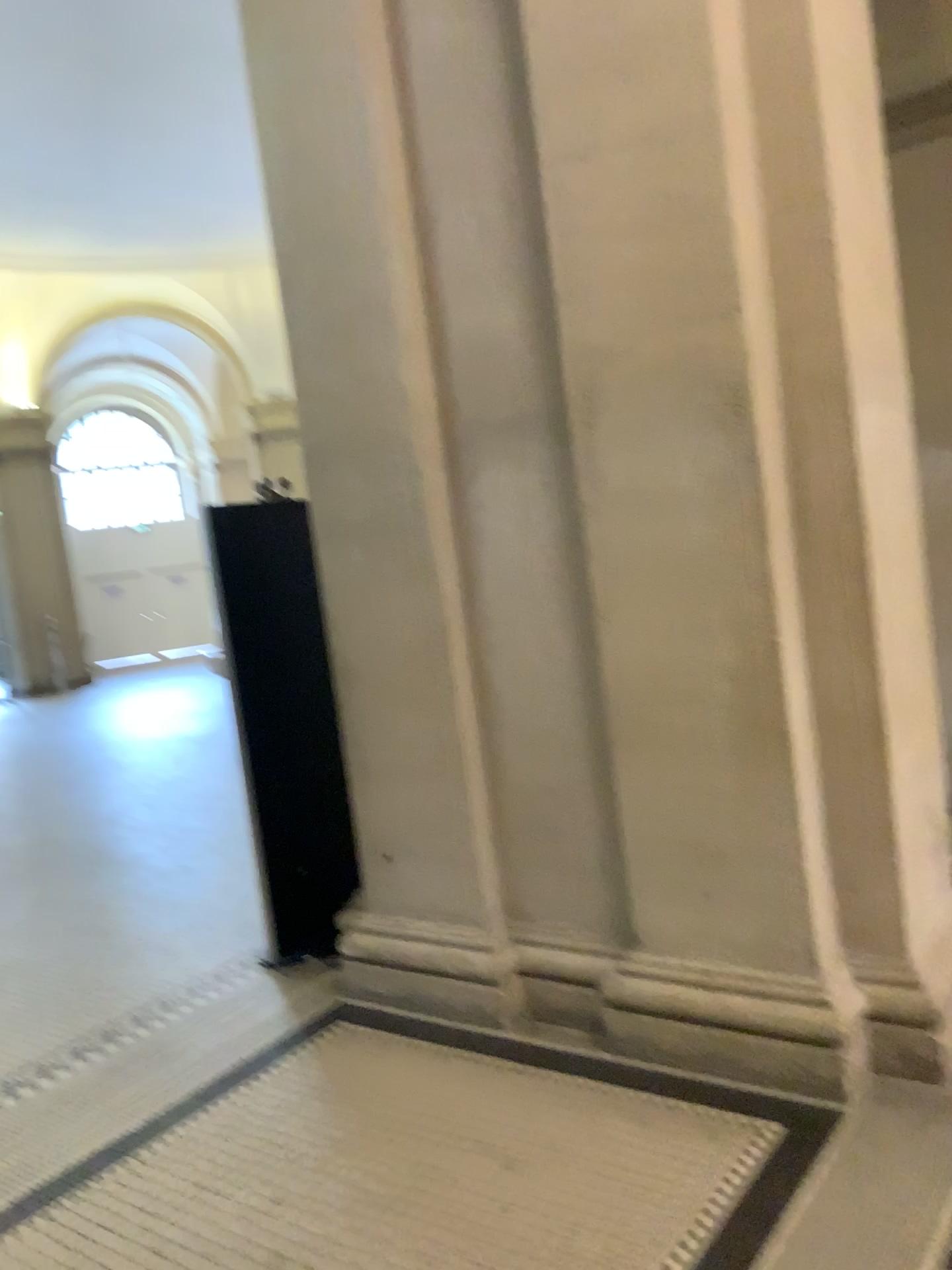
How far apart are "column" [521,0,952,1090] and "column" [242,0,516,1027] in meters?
0.5

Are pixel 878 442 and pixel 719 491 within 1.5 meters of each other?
yes

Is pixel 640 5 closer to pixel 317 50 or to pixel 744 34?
pixel 744 34

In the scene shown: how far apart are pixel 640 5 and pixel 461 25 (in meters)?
0.66

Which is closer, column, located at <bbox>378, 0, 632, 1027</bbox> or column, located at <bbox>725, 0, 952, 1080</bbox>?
column, located at <bbox>725, 0, 952, 1080</bbox>

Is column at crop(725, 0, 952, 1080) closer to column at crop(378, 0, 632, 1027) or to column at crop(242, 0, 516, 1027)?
column at crop(378, 0, 632, 1027)

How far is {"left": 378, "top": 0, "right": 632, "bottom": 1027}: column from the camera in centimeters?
309cm

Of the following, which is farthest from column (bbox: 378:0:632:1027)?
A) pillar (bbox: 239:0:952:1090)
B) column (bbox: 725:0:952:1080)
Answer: column (bbox: 725:0:952:1080)

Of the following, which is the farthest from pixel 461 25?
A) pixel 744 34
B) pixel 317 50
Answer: pixel 744 34
